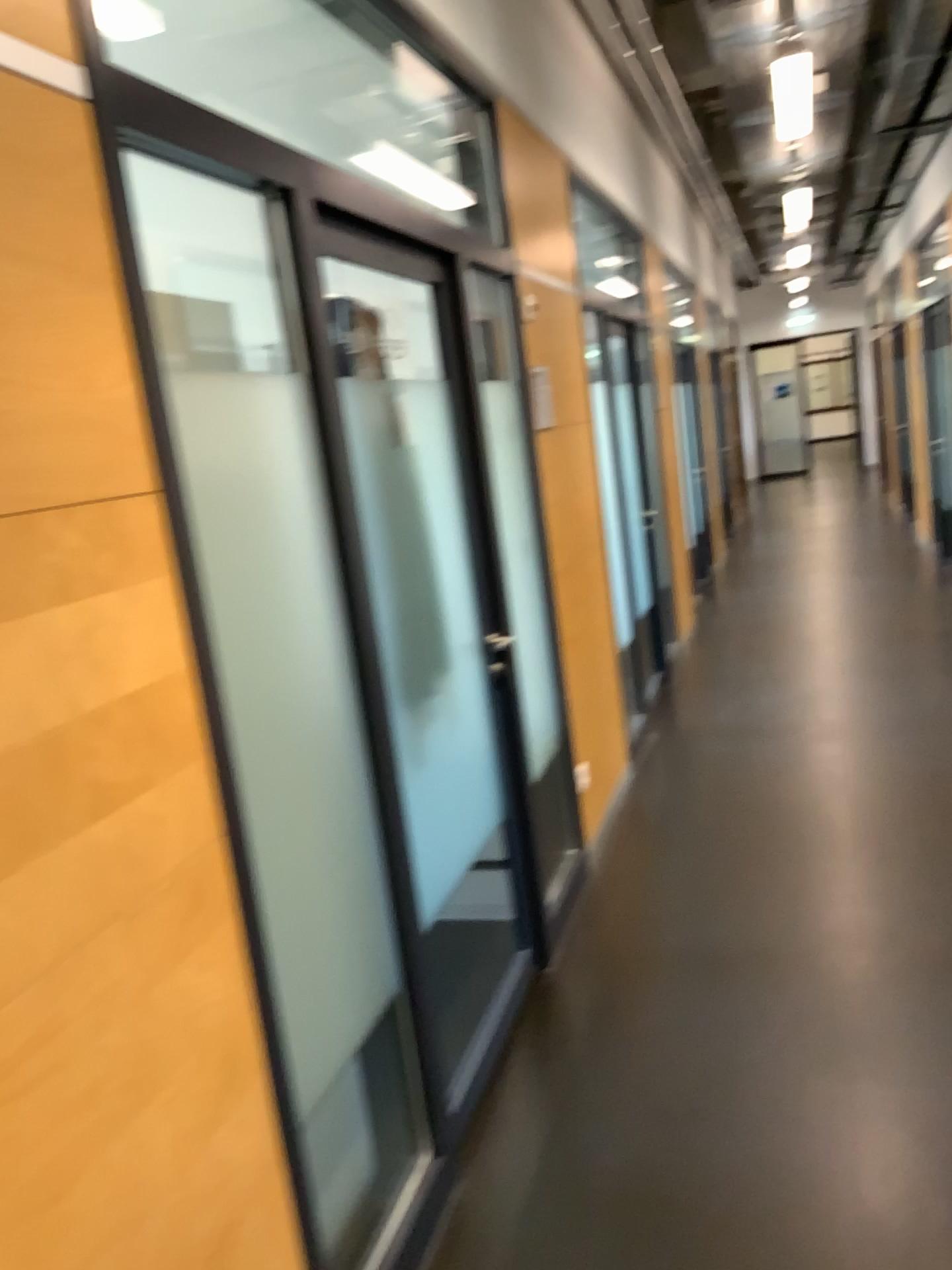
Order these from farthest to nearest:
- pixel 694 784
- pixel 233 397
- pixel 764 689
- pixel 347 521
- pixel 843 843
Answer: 1. pixel 764 689
2. pixel 694 784
3. pixel 843 843
4. pixel 347 521
5. pixel 233 397
